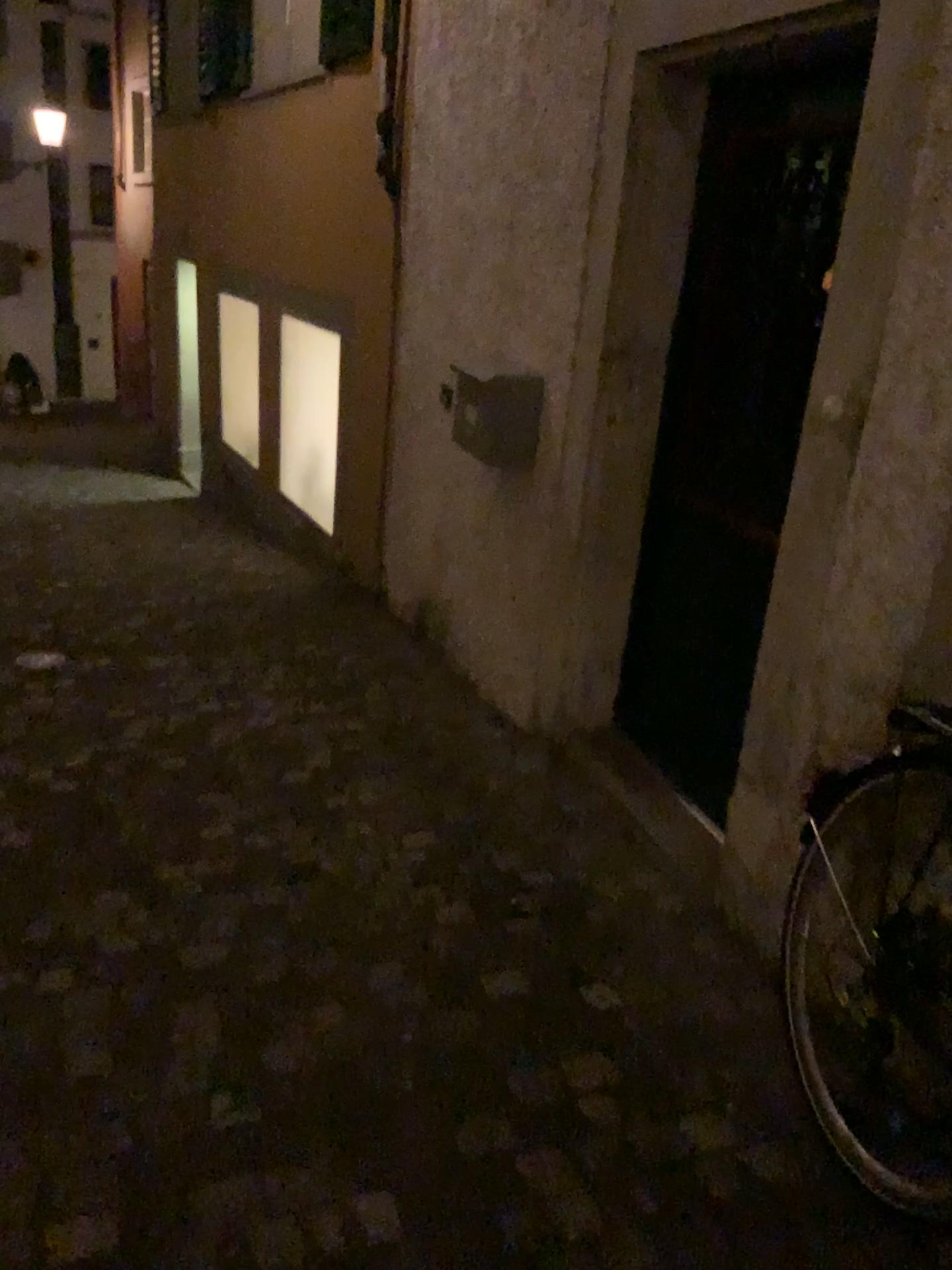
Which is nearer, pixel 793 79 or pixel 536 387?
pixel 793 79

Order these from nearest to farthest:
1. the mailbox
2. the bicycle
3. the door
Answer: the bicycle
the door
the mailbox

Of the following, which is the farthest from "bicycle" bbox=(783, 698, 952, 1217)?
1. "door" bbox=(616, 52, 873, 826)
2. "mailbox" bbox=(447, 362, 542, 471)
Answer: "mailbox" bbox=(447, 362, 542, 471)

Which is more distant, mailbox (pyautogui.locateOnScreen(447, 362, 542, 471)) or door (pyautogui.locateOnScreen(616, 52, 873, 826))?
mailbox (pyautogui.locateOnScreen(447, 362, 542, 471))

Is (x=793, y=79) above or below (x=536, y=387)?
above

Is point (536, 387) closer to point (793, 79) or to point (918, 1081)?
point (793, 79)

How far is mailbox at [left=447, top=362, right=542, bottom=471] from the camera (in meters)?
3.23

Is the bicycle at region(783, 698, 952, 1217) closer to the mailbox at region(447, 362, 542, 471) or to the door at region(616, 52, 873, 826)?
the door at region(616, 52, 873, 826)

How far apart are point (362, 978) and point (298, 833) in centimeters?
69cm
